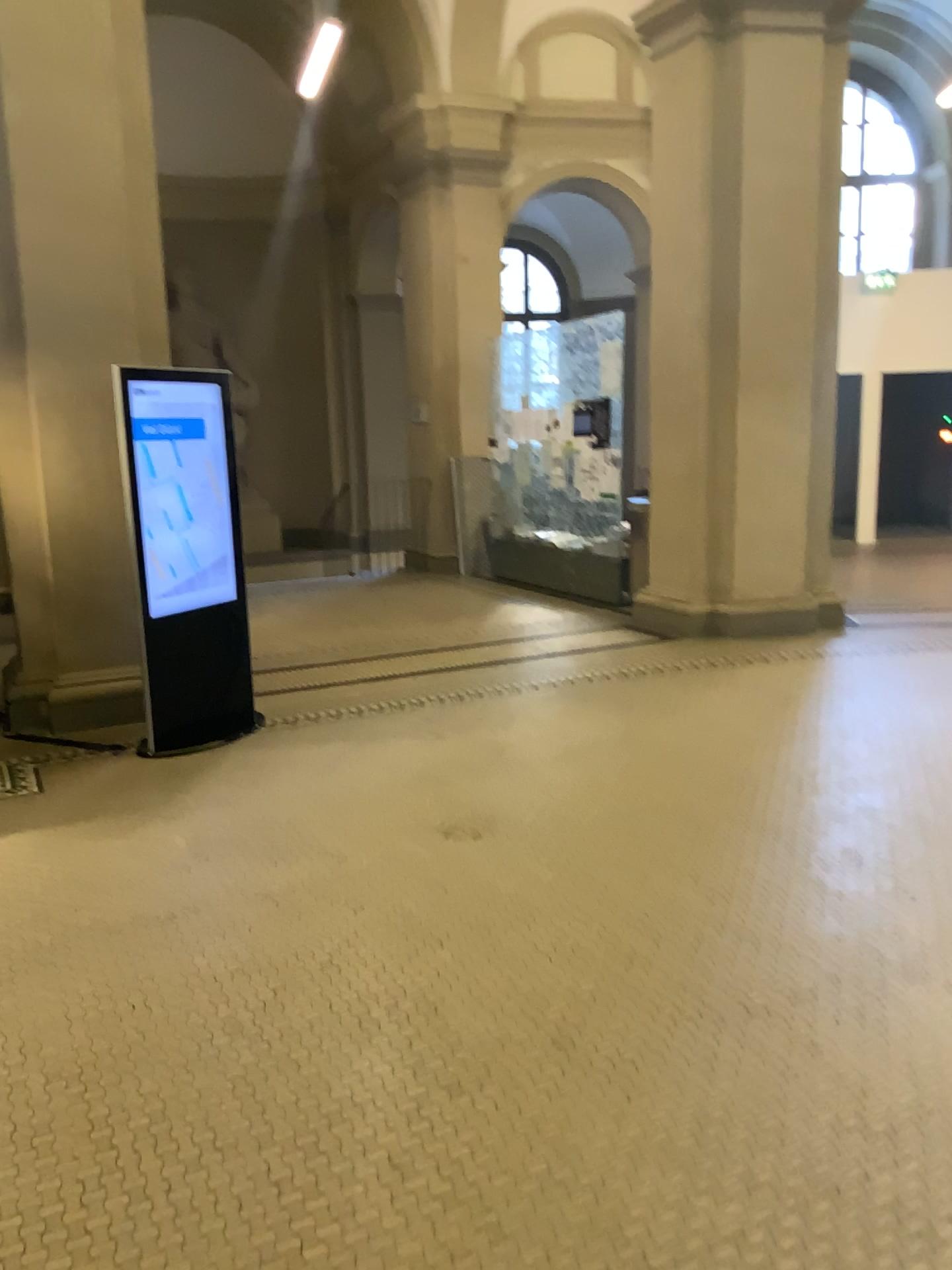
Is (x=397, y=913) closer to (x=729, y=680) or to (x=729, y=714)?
(x=729, y=714)
